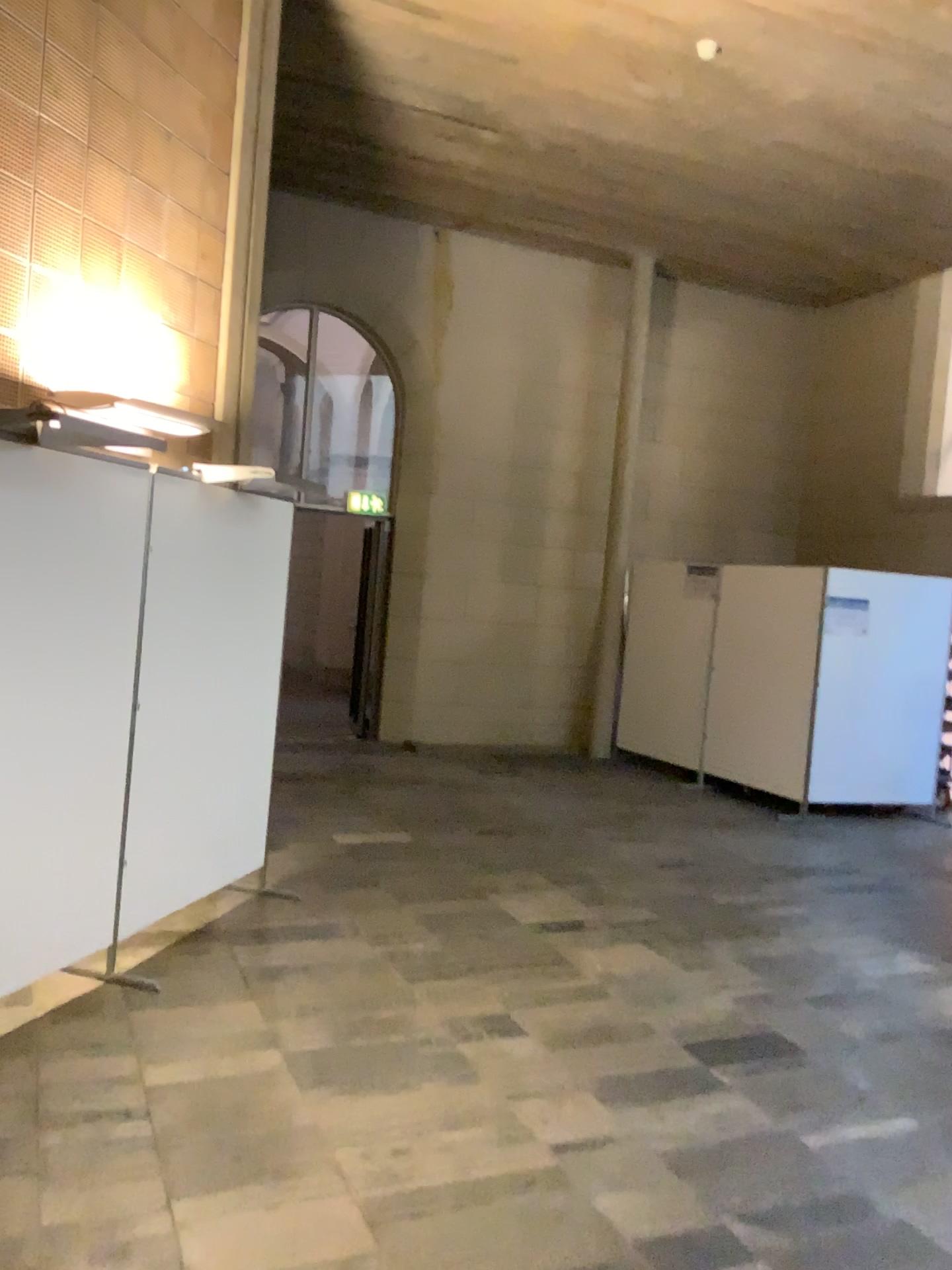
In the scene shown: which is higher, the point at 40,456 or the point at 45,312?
the point at 45,312

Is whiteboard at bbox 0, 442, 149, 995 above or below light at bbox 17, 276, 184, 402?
below

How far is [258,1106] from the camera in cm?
316
